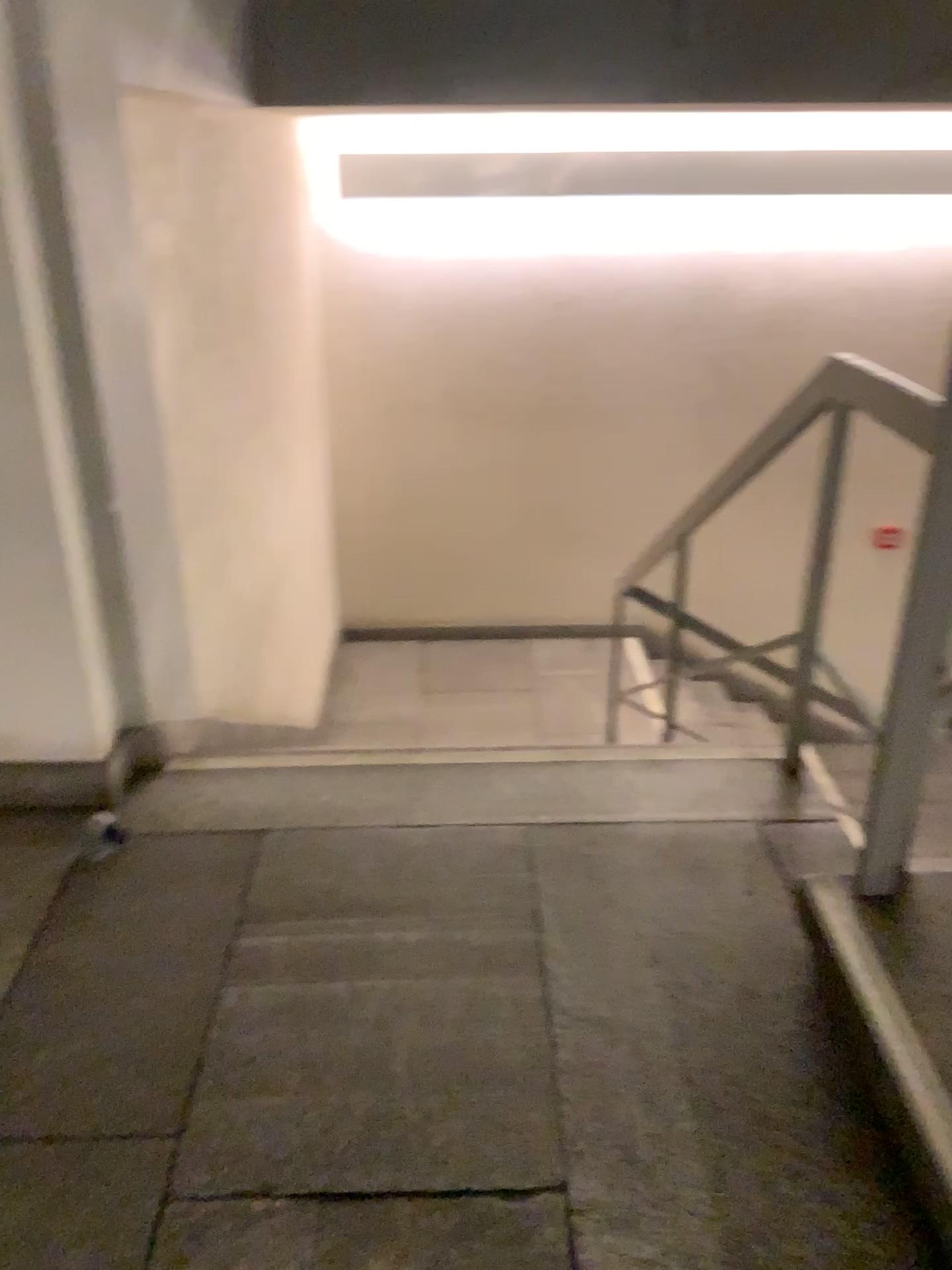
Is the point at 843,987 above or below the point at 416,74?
below
